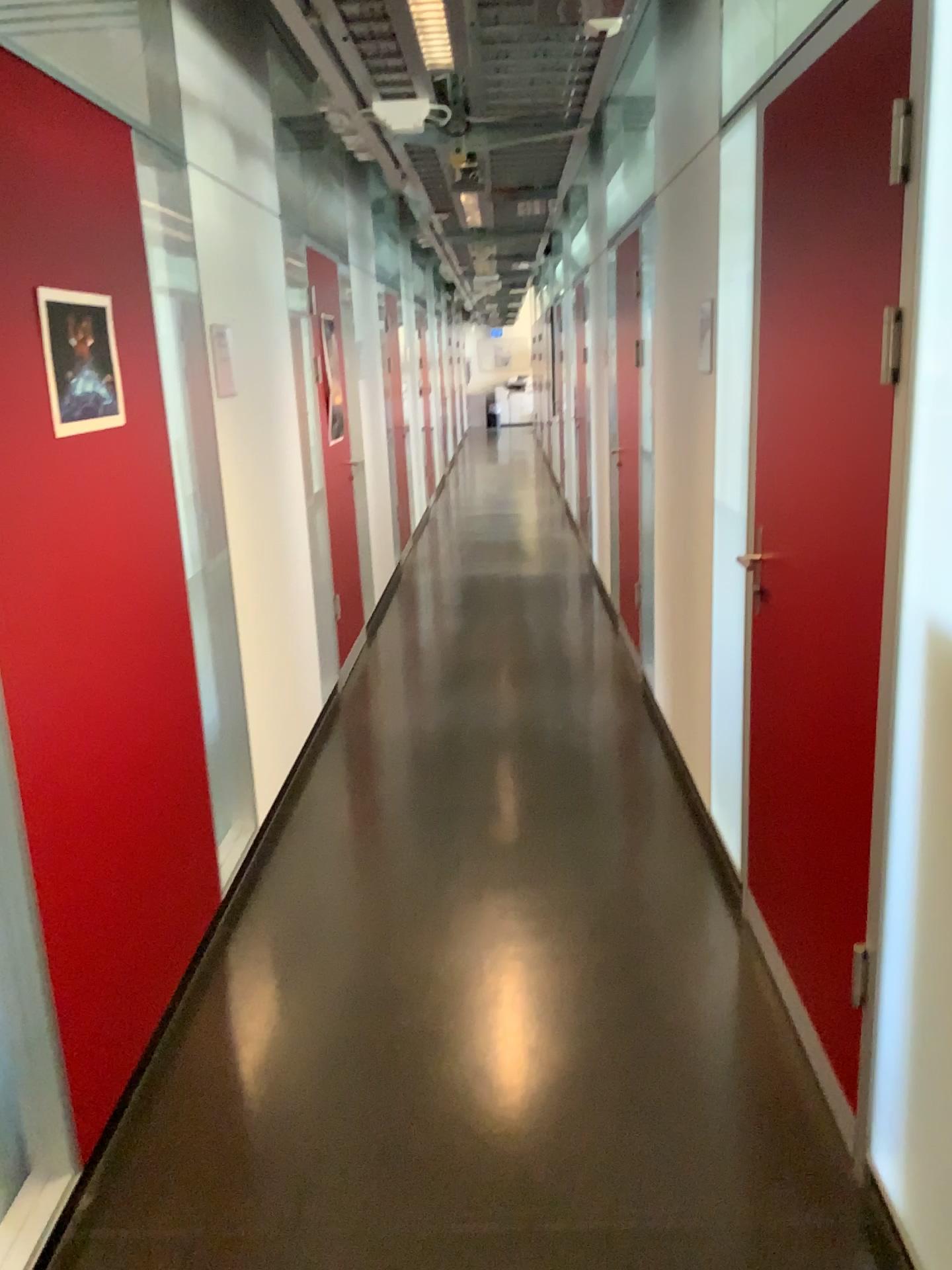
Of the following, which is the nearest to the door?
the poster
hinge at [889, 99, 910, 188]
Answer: hinge at [889, 99, 910, 188]

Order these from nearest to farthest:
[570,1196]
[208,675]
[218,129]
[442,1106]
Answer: [570,1196] < [442,1106] < [208,675] < [218,129]

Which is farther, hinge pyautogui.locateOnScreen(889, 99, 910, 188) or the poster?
the poster

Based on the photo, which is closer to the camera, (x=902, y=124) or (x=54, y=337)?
(x=902, y=124)

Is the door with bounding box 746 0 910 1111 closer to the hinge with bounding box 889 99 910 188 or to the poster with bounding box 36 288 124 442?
the hinge with bounding box 889 99 910 188

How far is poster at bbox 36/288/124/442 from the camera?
2.03m

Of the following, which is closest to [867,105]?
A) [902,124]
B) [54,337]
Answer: [902,124]

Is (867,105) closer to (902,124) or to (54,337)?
(902,124)
